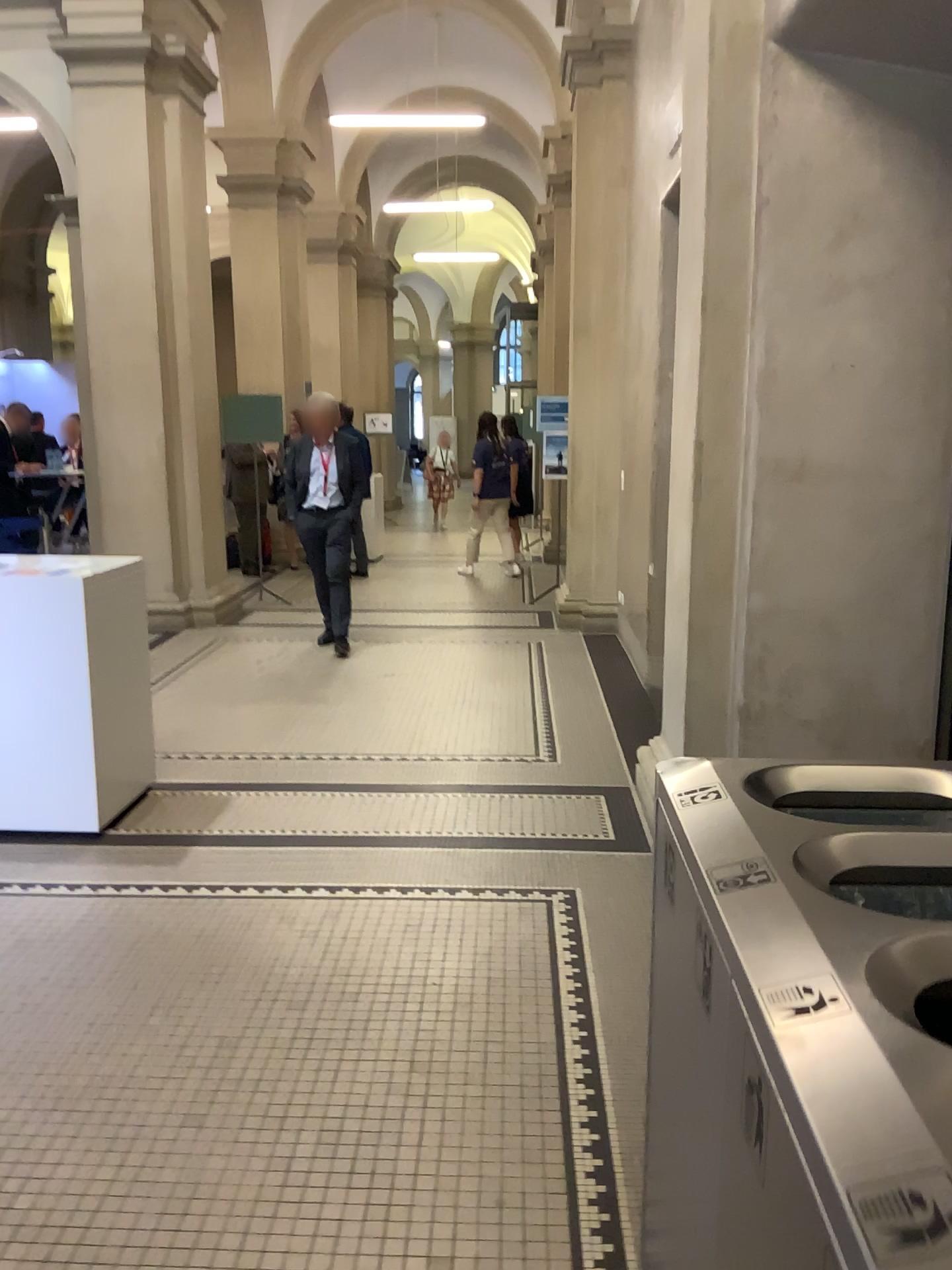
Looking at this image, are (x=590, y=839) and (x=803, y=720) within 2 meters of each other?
yes
